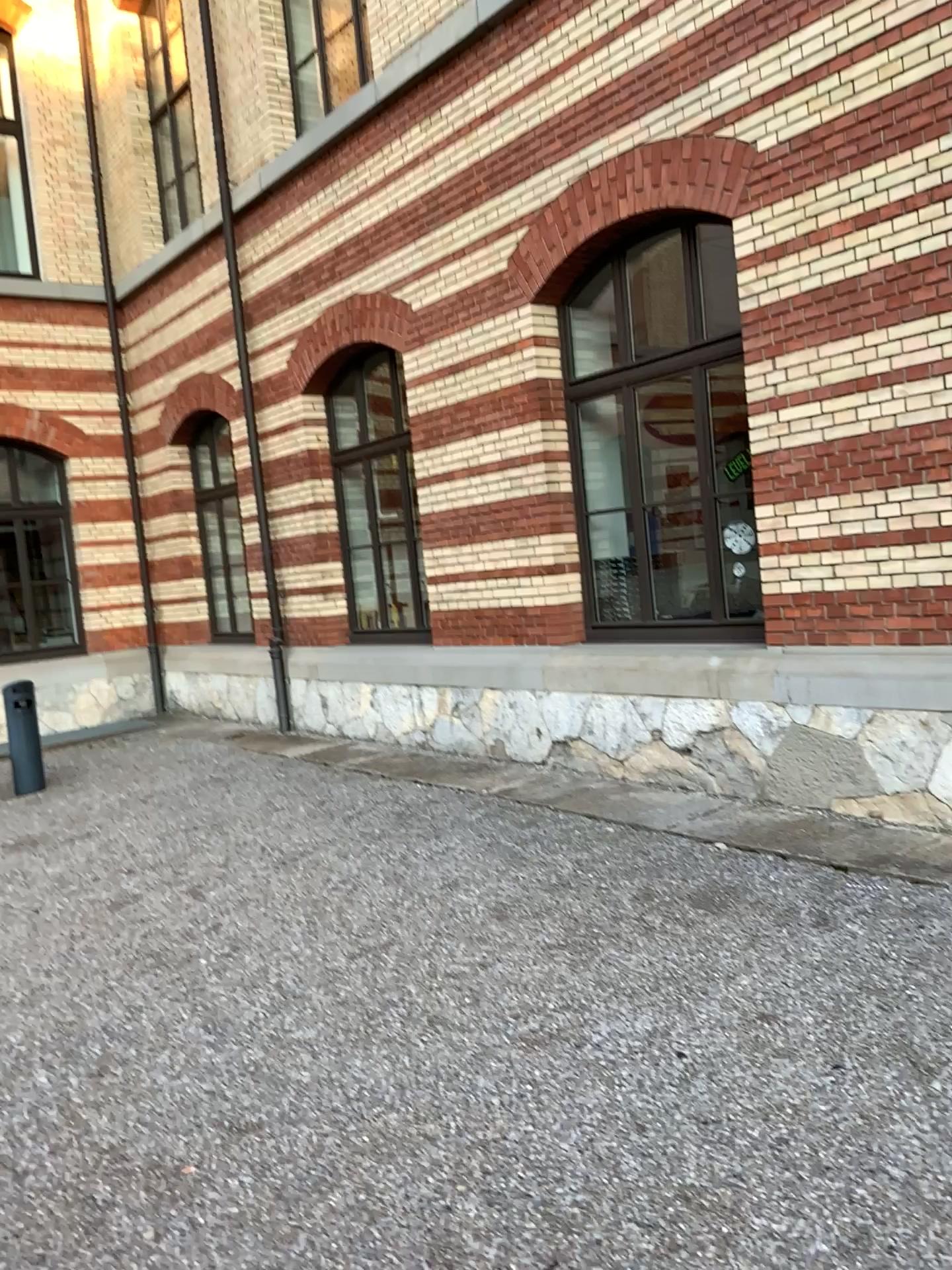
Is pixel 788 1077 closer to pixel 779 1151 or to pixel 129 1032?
pixel 779 1151
